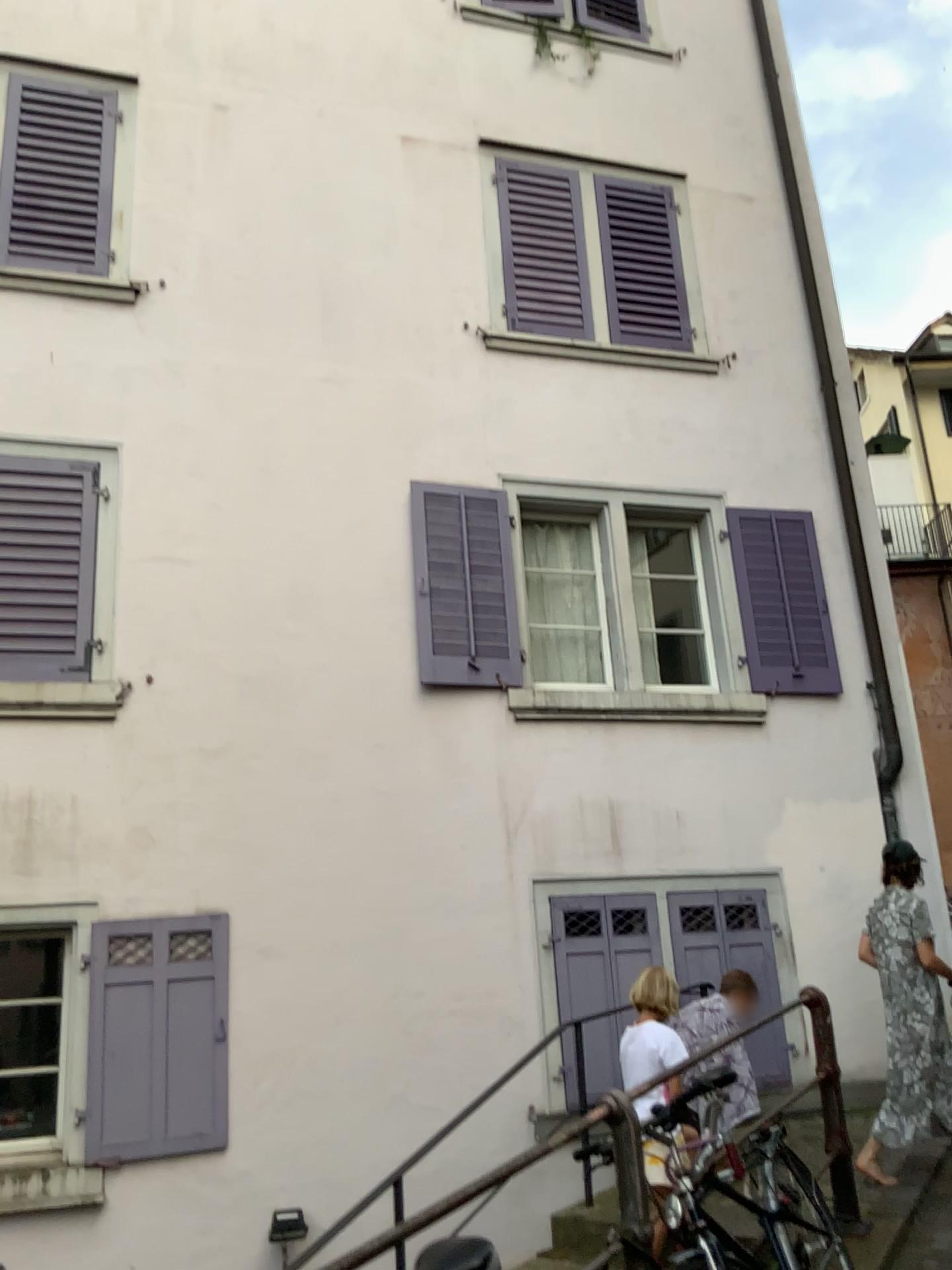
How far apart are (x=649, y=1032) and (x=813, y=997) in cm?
74
